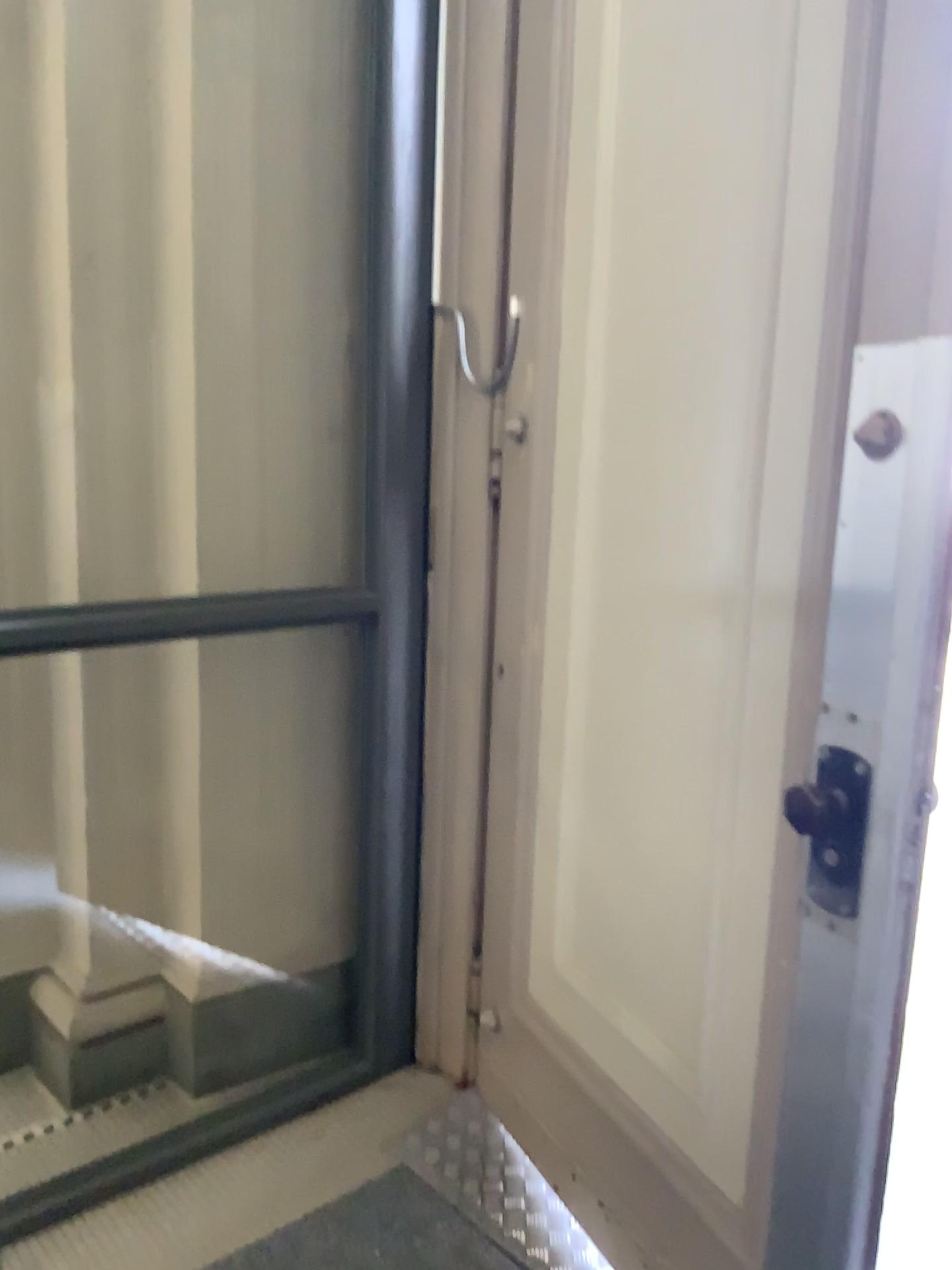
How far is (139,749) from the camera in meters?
2.5

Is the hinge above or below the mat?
above

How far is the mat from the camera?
1.95m

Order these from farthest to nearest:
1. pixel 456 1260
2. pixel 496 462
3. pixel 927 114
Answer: pixel 496 462 < pixel 456 1260 < pixel 927 114

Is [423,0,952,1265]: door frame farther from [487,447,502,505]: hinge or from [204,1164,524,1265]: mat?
[487,447,502,505]: hinge

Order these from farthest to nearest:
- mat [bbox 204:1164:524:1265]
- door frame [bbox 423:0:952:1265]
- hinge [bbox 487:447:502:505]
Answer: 1. hinge [bbox 487:447:502:505]
2. mat [bbox 204:1164:524:1265]
3. door frame [bbox 423:0:952:1265]

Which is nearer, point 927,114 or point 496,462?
point 927,114

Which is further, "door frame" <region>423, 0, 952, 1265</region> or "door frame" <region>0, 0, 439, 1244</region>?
"door frame" <region>0, 0, 439, 1244</region>

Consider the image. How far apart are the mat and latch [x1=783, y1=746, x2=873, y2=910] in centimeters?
104cm

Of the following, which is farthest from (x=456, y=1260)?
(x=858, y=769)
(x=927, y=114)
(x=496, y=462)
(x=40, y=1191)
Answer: (x=927, y=114)
